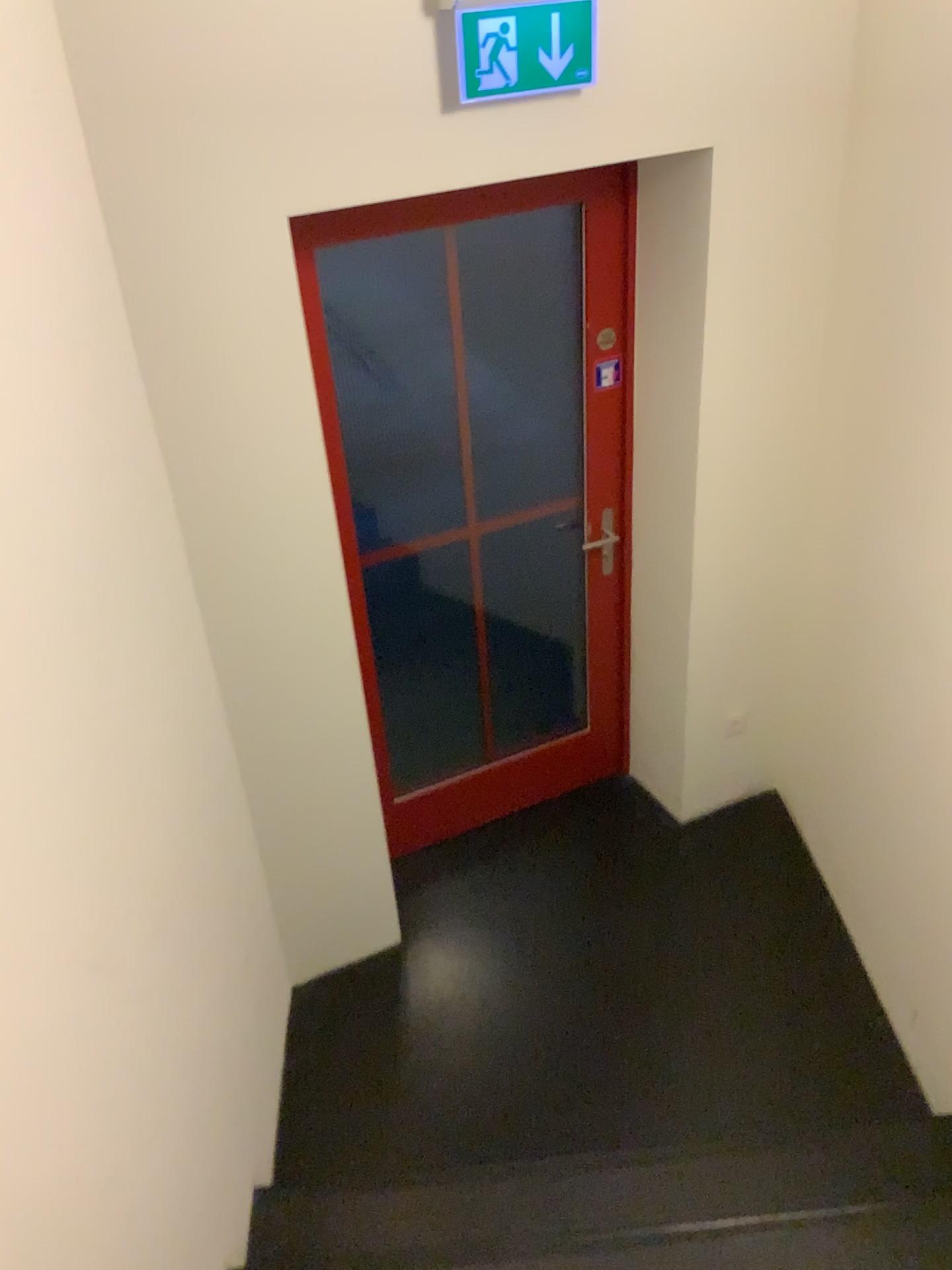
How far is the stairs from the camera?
2.13m

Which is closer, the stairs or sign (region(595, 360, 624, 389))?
the stairs

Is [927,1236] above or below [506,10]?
below

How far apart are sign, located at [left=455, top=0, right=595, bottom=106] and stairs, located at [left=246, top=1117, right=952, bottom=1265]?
2.3m

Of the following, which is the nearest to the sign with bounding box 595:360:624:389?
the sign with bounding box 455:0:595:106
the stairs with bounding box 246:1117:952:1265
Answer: the sign with bounding box 455:0:595:106

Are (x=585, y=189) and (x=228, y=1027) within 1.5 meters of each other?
no

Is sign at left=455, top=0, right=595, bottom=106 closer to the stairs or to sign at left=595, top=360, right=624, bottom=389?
sign at left=595, top=360, right=624, bottom=389

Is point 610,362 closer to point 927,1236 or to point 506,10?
point 506,10

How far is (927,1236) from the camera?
2.13m

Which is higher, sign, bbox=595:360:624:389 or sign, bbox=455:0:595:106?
sign, bbox=455:0:595:106
